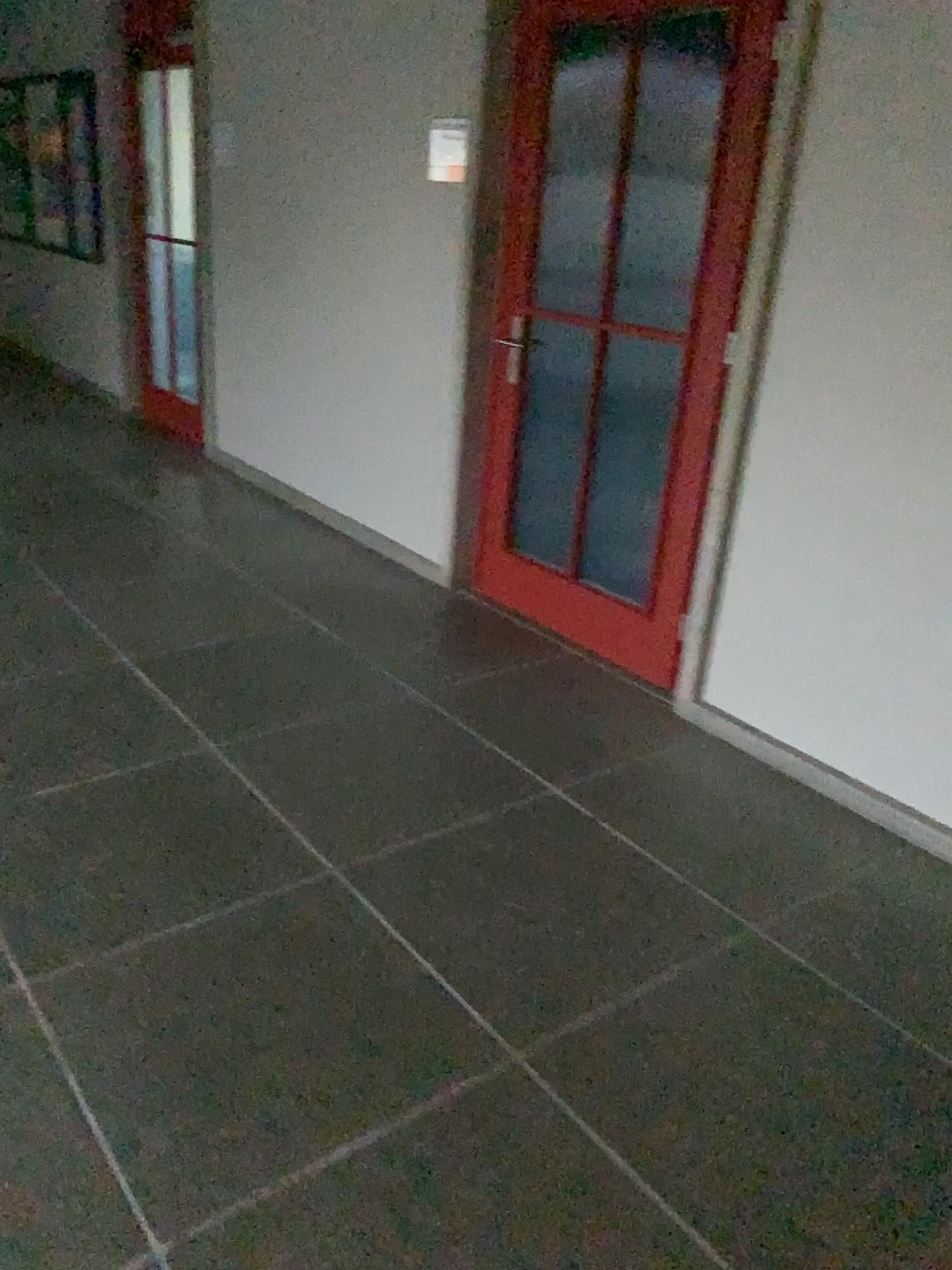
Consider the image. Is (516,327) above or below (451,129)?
below

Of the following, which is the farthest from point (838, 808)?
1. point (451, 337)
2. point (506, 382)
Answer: point (451, 337)

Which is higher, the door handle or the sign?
the sign
